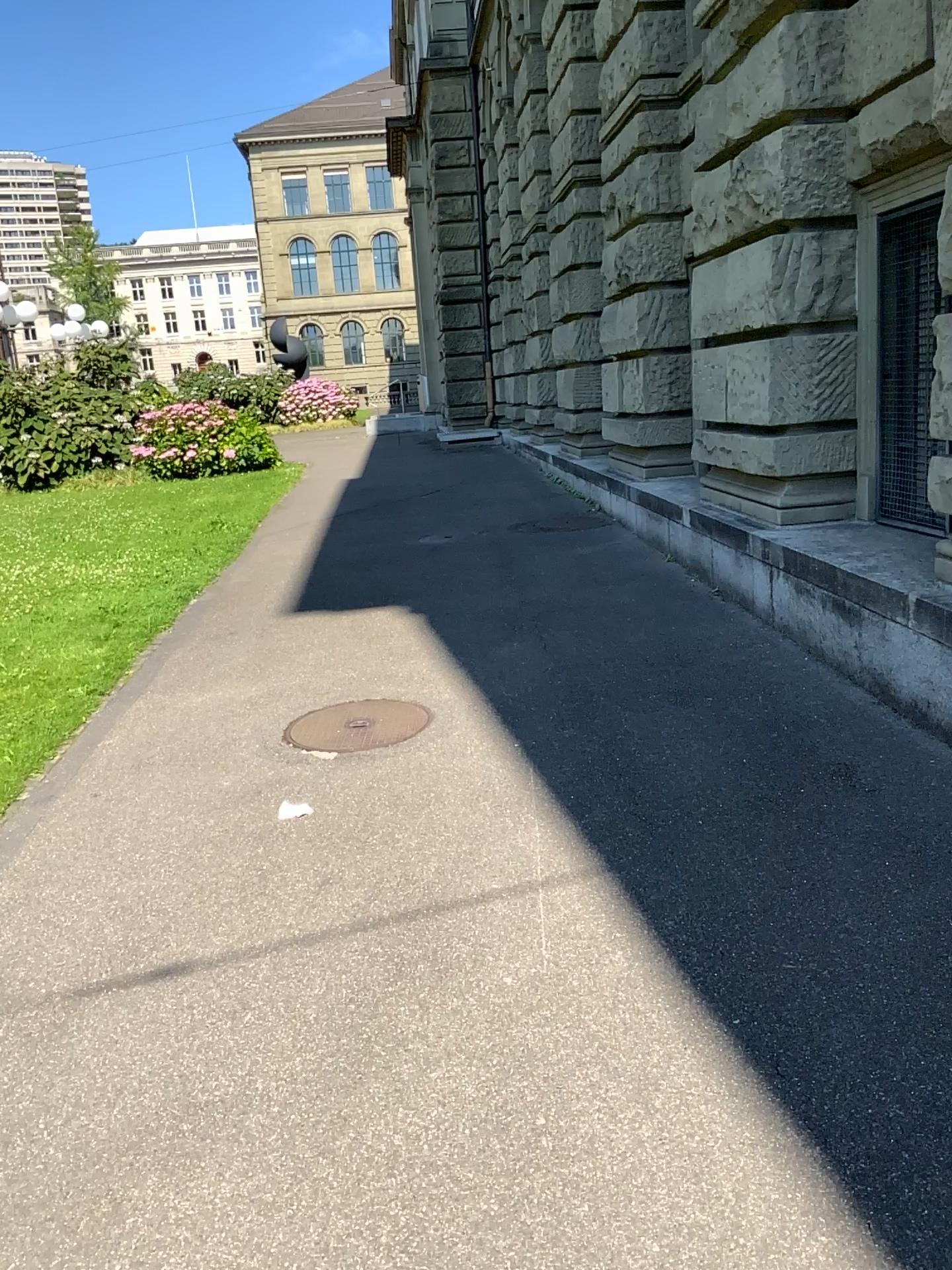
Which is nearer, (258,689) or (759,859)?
(759,859)

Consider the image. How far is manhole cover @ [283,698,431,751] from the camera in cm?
455

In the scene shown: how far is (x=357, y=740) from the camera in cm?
455
